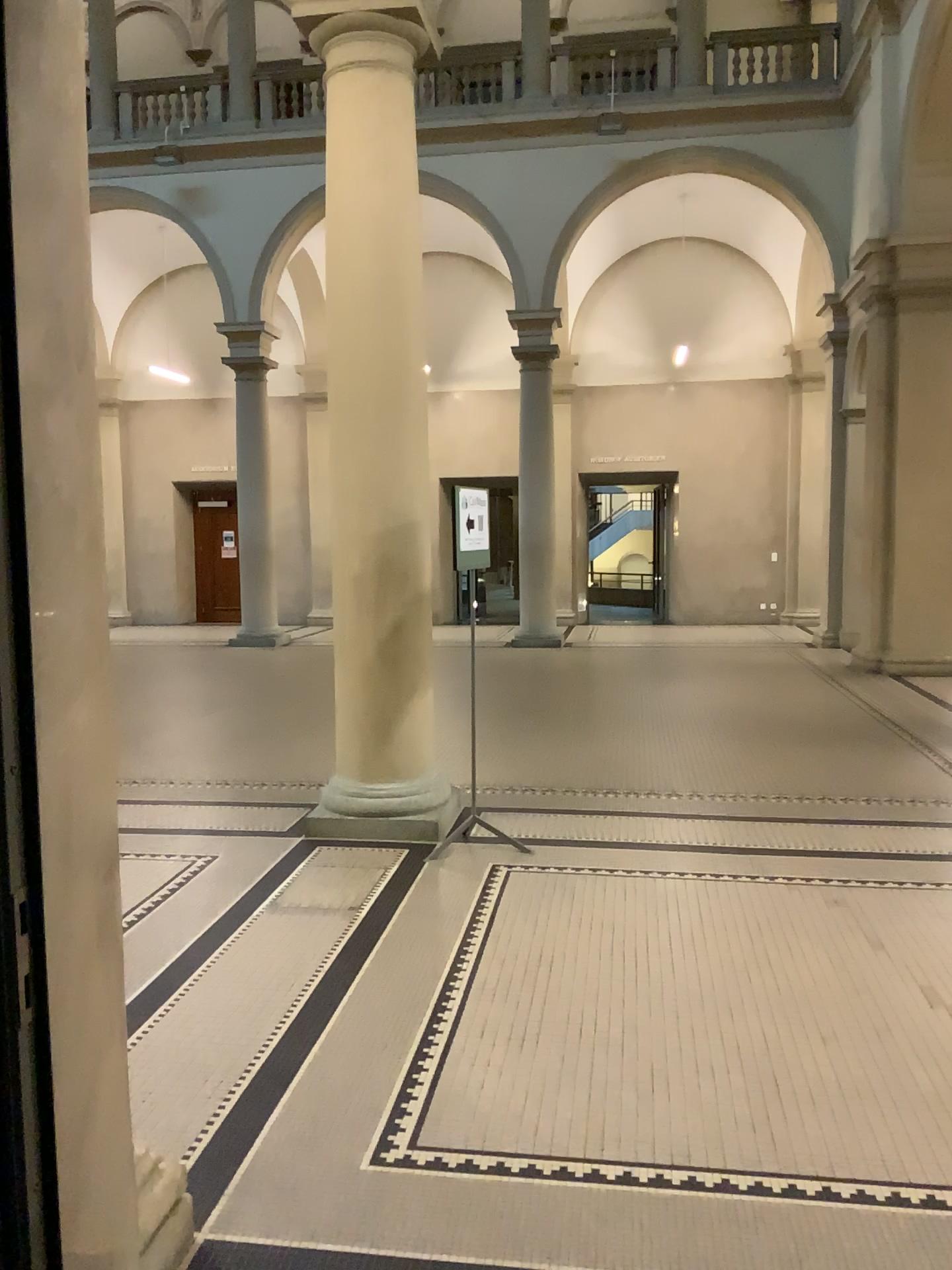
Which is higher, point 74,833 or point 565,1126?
point 74,833
